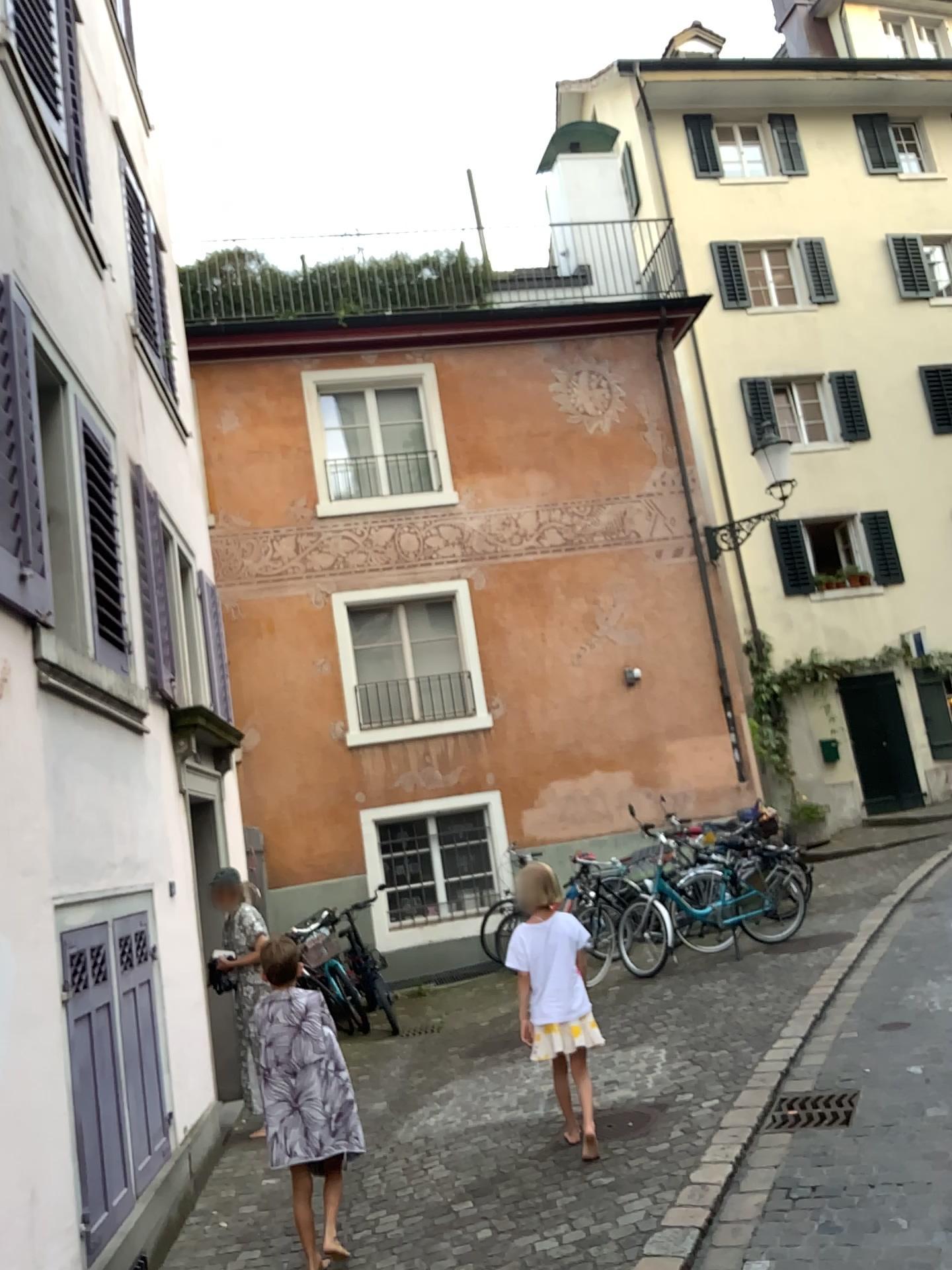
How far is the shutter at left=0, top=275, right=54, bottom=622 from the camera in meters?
3.7

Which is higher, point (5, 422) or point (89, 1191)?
point (5, 422)

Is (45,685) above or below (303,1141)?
above

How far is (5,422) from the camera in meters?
3.7 m

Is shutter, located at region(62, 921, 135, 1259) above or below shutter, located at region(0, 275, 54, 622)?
below
